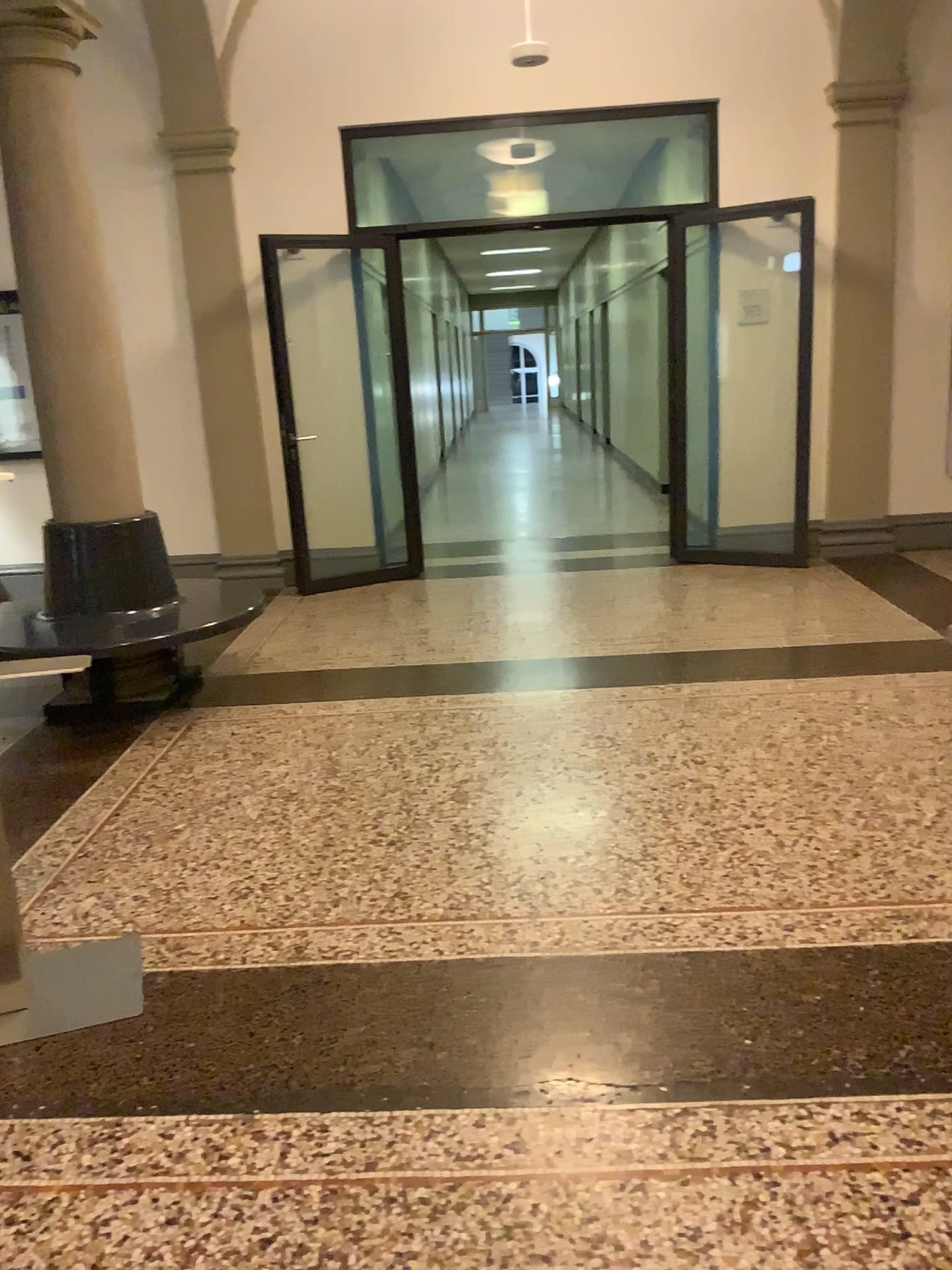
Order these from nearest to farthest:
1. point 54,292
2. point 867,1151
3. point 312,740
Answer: point 867,1151 → point 312,740 → point 54,292
